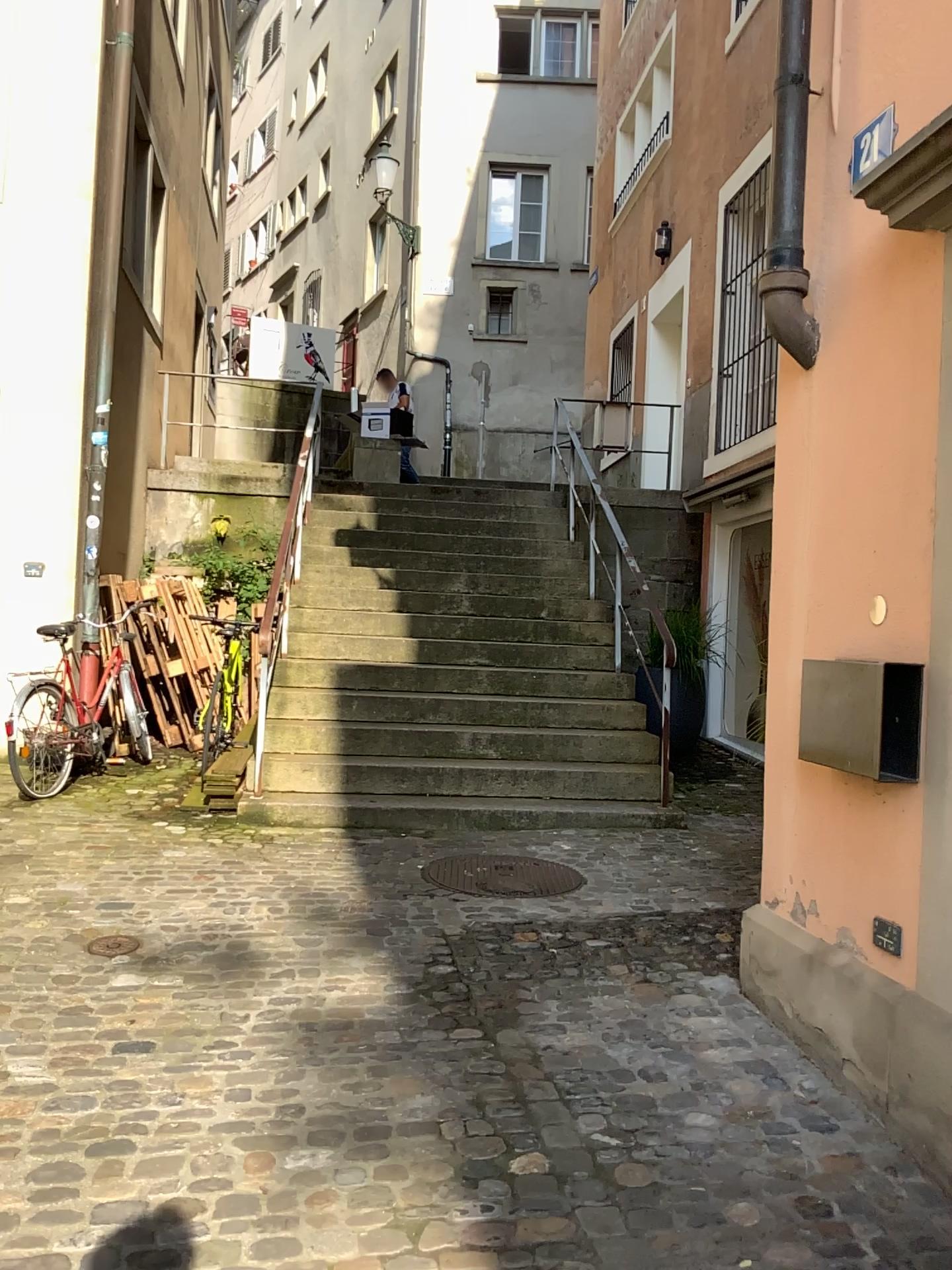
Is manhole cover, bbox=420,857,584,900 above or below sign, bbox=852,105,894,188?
below

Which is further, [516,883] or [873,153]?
[516,883]

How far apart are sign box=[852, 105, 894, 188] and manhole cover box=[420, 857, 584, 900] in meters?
2.9

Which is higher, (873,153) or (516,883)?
(873,153)

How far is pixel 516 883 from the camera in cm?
443

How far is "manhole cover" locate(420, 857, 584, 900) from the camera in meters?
4.4 m

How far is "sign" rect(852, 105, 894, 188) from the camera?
2.54m

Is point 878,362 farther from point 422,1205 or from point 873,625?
point 422,1205

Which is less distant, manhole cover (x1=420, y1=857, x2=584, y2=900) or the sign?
the sign
